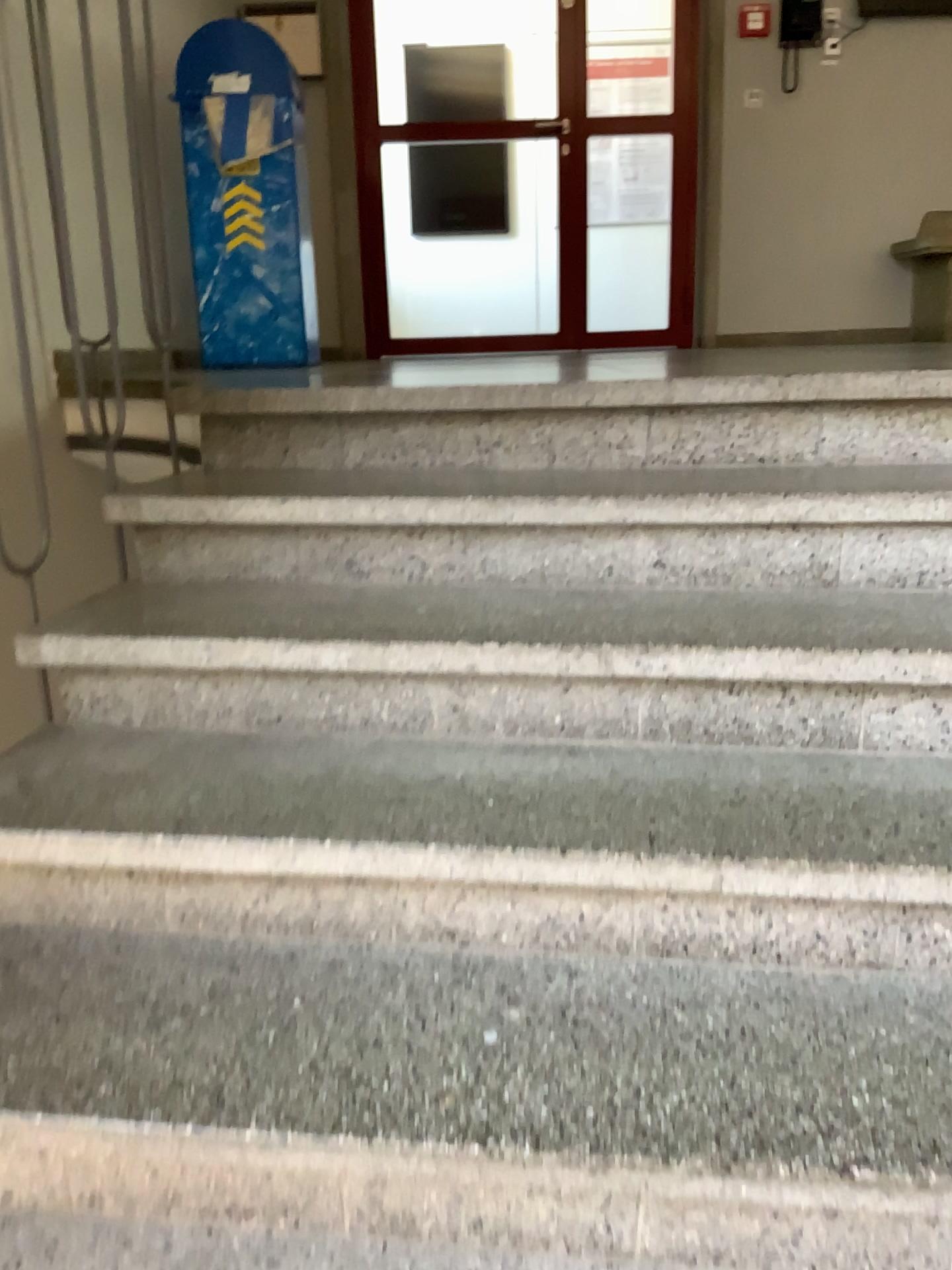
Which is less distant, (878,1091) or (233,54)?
(878,1091)

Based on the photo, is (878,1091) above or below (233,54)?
below

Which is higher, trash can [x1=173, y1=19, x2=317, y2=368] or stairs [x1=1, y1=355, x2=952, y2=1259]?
trash can [x1=173, y1=19, x2=317, y2=368]

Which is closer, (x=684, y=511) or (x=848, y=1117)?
(x=848, y=1117)

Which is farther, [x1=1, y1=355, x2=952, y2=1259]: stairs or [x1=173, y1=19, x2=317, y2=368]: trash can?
[x1=173, y1=19, x2=317, y2=368]: trash can
